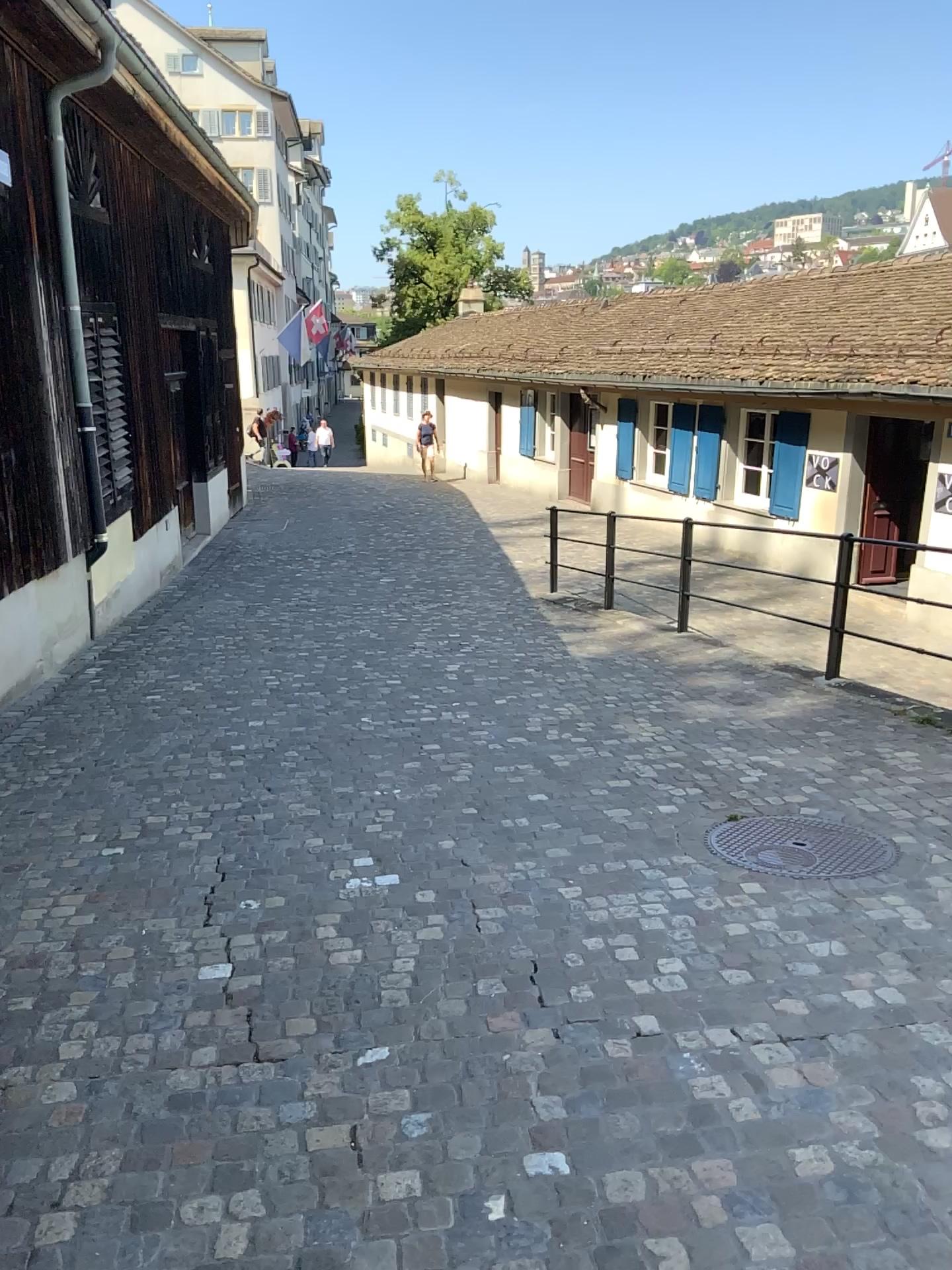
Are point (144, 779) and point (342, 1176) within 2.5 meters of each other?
no
